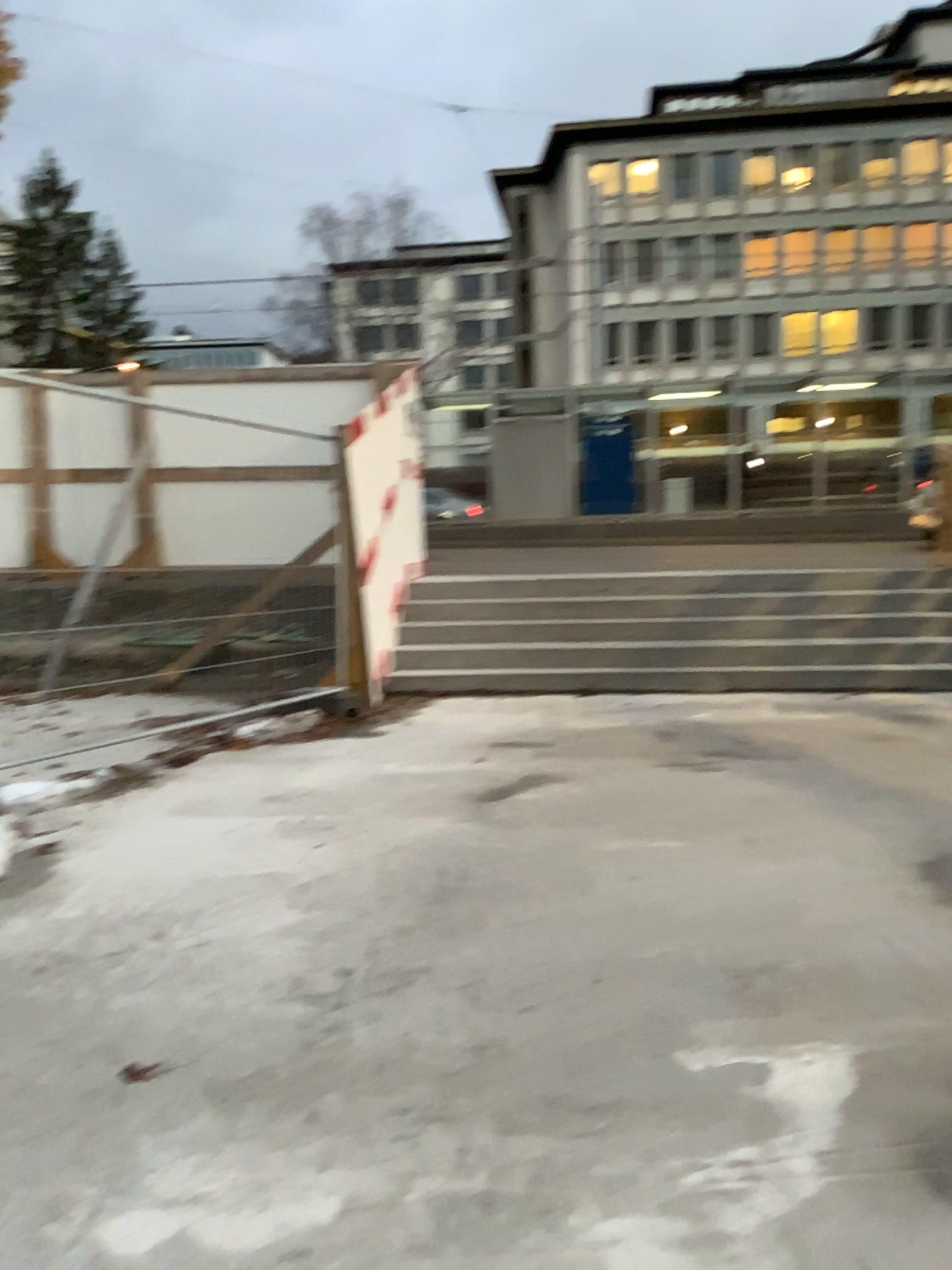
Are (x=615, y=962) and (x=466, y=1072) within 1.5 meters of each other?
yes
